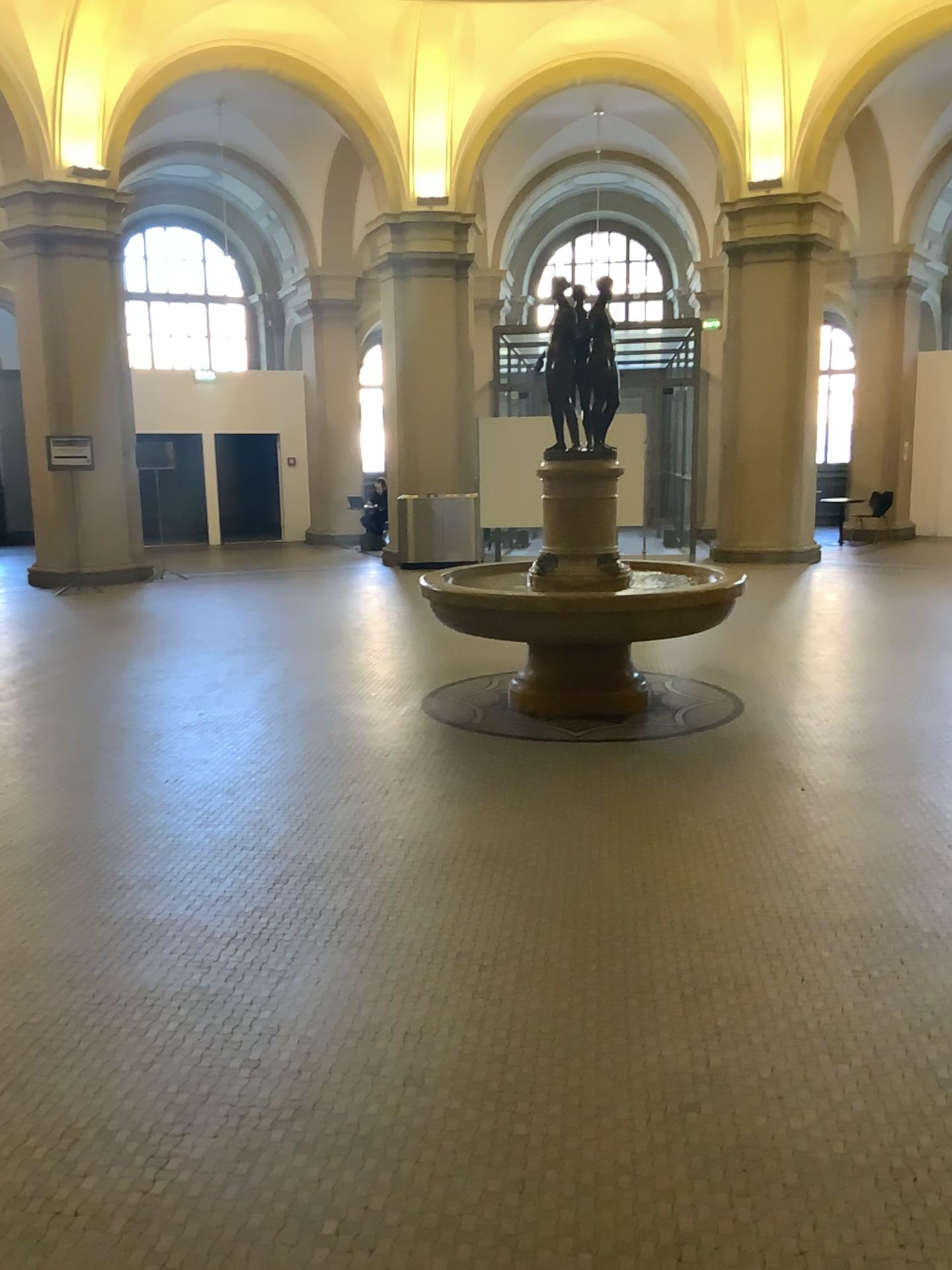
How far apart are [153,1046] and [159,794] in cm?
216
